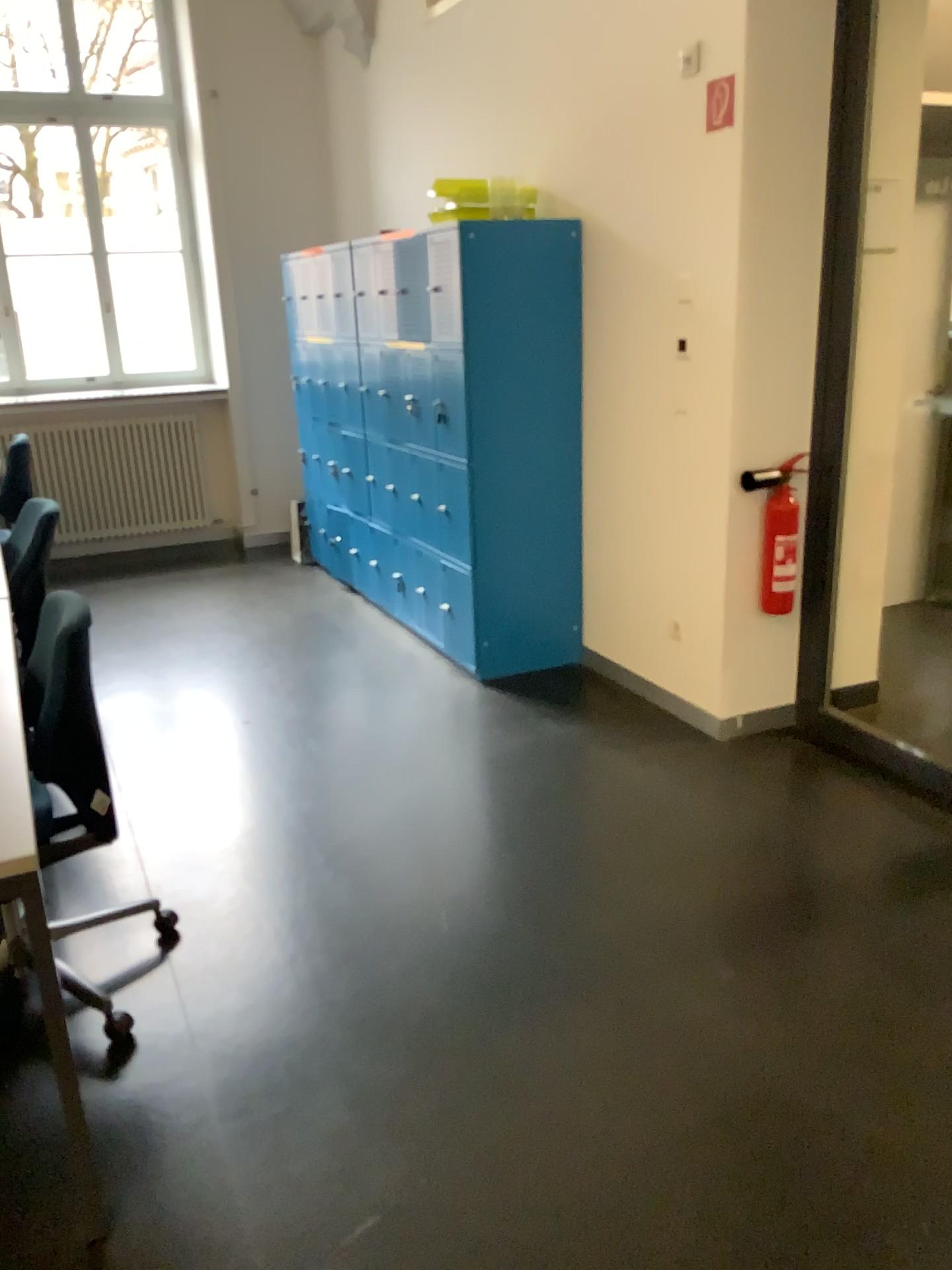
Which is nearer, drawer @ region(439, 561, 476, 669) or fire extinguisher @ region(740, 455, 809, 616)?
fire extinguisher @ region(740, 455, 809, 616)

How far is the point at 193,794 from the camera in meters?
3.3 m

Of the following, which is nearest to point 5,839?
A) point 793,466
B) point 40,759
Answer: point 40,759

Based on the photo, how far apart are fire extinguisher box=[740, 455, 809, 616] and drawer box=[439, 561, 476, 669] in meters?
1.2

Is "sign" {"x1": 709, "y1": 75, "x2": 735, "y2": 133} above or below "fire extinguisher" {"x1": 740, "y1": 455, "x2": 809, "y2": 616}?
above

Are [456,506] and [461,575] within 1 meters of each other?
yes

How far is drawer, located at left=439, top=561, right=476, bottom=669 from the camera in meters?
4.2

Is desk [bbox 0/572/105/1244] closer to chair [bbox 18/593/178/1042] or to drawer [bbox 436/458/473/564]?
chair [bbox 18/593/178/1042]

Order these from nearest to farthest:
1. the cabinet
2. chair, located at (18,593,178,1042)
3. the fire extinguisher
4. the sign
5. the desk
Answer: the desk
chair, located at (18,593,178,1042)
the sign
the fire extinguisher
the cabinet

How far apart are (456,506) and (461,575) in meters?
0.3
